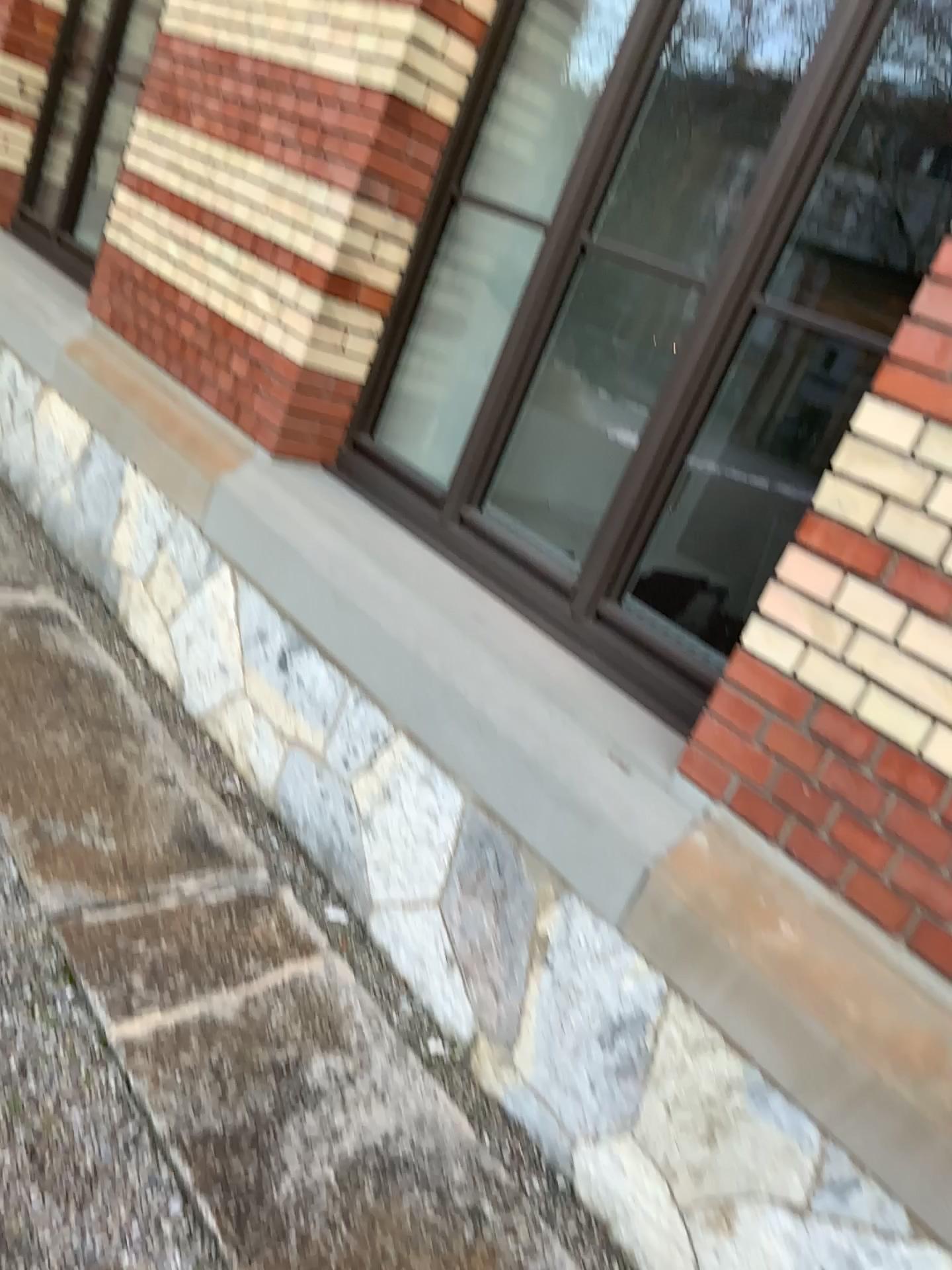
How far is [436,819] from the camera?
2.46m

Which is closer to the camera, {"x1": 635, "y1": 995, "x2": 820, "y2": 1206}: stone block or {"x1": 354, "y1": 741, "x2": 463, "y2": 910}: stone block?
{"x1": 635, "y1": 995, "x2": 820, "y2": 1206}: stone block

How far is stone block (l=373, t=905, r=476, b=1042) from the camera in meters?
2.4 m

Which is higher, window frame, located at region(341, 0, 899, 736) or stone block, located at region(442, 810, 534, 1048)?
window frame, located at region(341, 0, 899, 736)

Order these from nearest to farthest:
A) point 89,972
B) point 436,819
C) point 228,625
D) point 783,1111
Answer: point 783,1111 → point 89,972 → point 436,819 → point 228,625

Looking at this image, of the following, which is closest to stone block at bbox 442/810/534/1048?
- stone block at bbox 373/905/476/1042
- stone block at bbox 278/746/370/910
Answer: stone block at bbox 373/905/476/1042

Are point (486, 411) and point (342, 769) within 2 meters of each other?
yes

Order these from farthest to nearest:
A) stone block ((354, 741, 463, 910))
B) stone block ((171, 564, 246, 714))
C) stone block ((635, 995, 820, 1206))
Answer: stone block ((171, 564, 246, 714)) < stone block ((354, 741, 463, 910)) < stone block ((635, 995, 820, 1206))

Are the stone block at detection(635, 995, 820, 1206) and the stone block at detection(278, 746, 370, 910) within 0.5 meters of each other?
no

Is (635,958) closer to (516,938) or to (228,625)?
(516,938)
